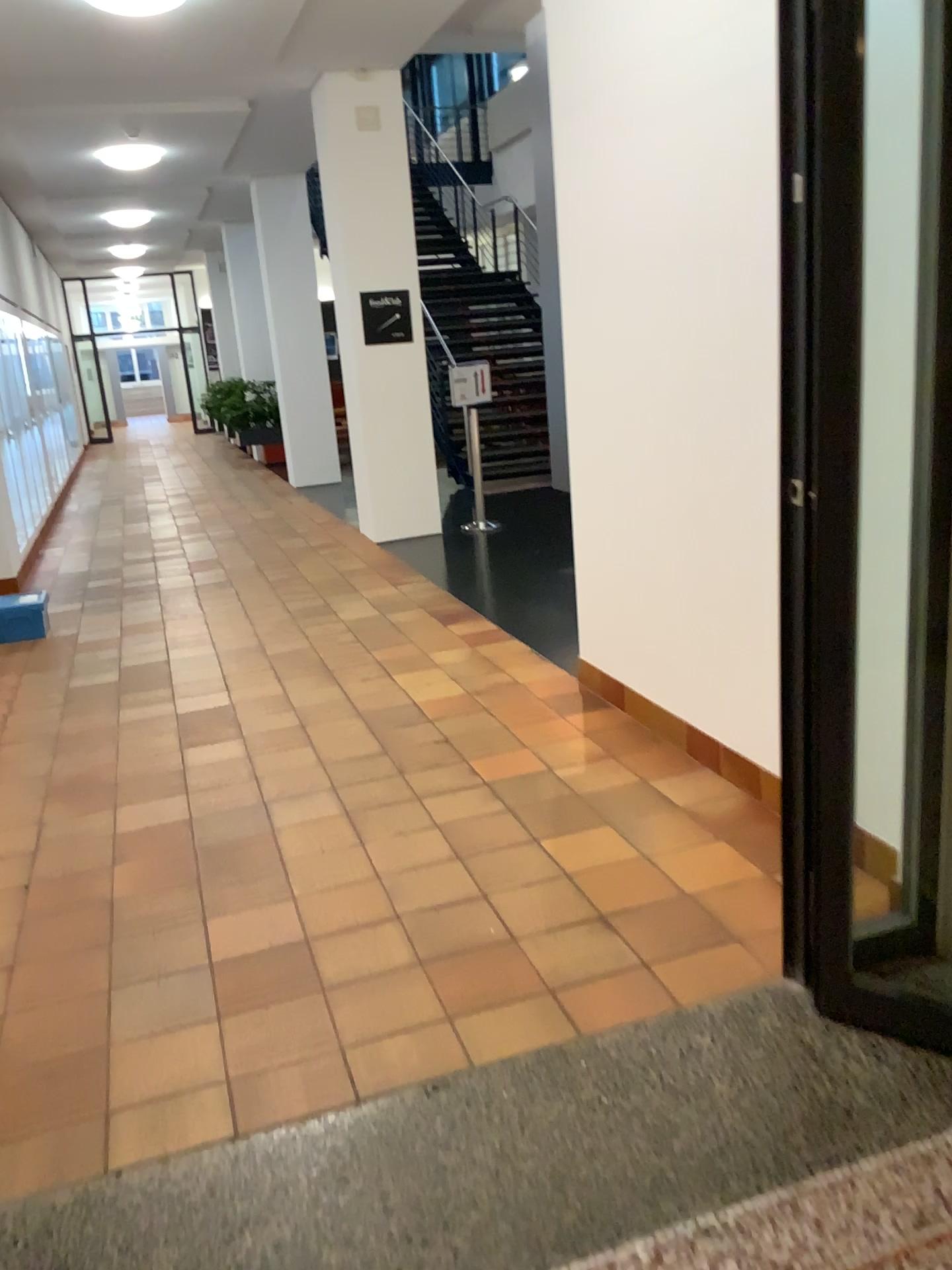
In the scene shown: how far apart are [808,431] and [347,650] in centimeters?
375cm
